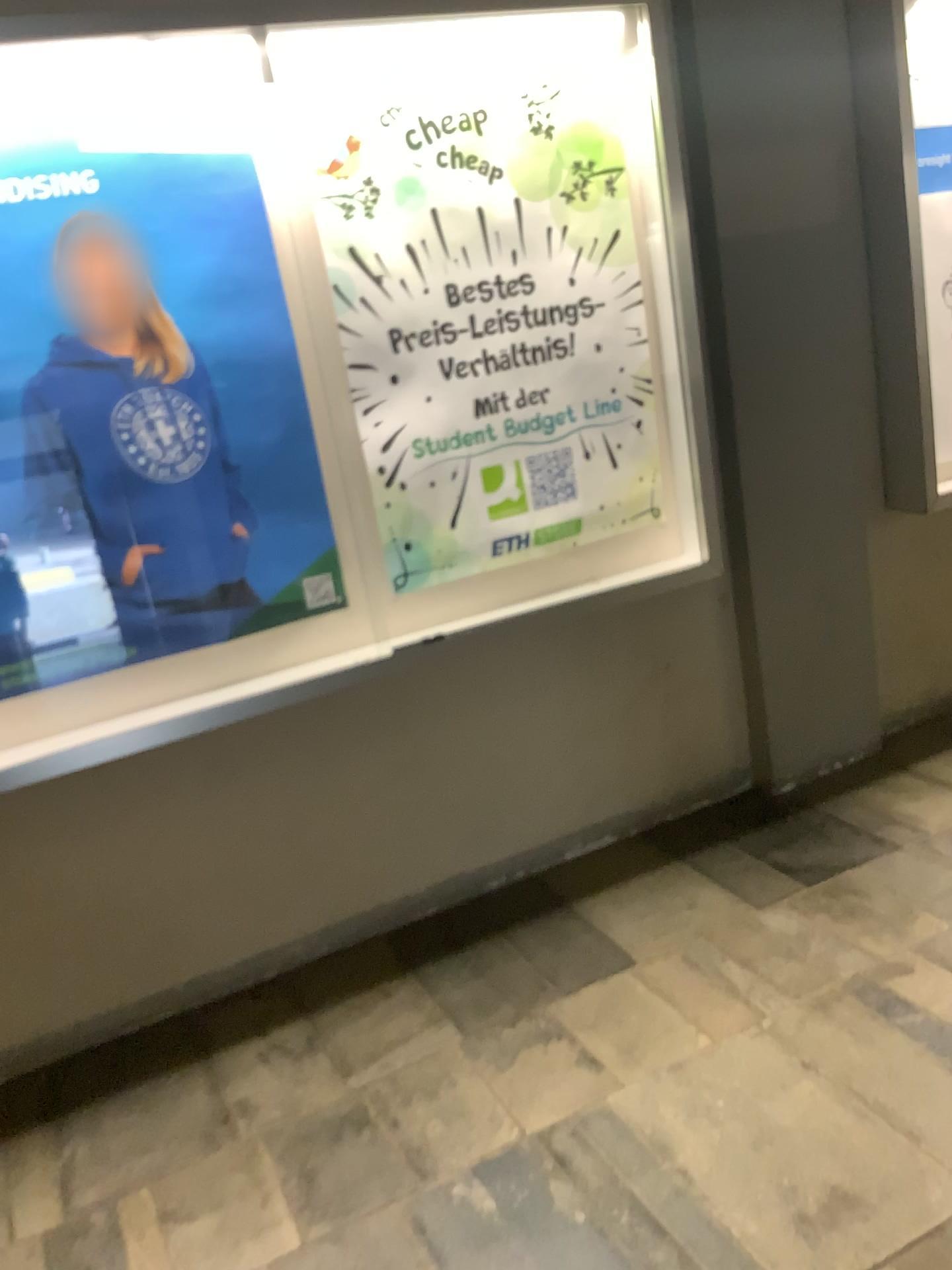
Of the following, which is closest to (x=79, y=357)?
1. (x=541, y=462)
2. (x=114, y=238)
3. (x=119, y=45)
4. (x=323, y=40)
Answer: (x=114, y=238)

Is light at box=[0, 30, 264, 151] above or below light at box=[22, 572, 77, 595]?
above

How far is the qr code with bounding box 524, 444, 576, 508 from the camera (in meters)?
2.79

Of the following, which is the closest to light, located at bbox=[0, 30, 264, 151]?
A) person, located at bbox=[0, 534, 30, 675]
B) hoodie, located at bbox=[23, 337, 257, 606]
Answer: hoodie, located at bbox=[23, 337, 257, 606]

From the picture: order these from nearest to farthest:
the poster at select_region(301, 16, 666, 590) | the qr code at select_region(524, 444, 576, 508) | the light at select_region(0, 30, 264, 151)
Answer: Answer: the light at select_region(0, 30, 264, 151) → the poster at select_region(301, 16, 666, 590) → the qr code at select_region(524, 444, 576, 508)

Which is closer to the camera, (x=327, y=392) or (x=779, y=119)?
(x=327, y=392)

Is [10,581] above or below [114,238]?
below

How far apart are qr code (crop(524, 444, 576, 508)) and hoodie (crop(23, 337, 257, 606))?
0.8 meters

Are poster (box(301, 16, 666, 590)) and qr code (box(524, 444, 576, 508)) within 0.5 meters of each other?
yes

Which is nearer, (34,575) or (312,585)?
(34,575)
